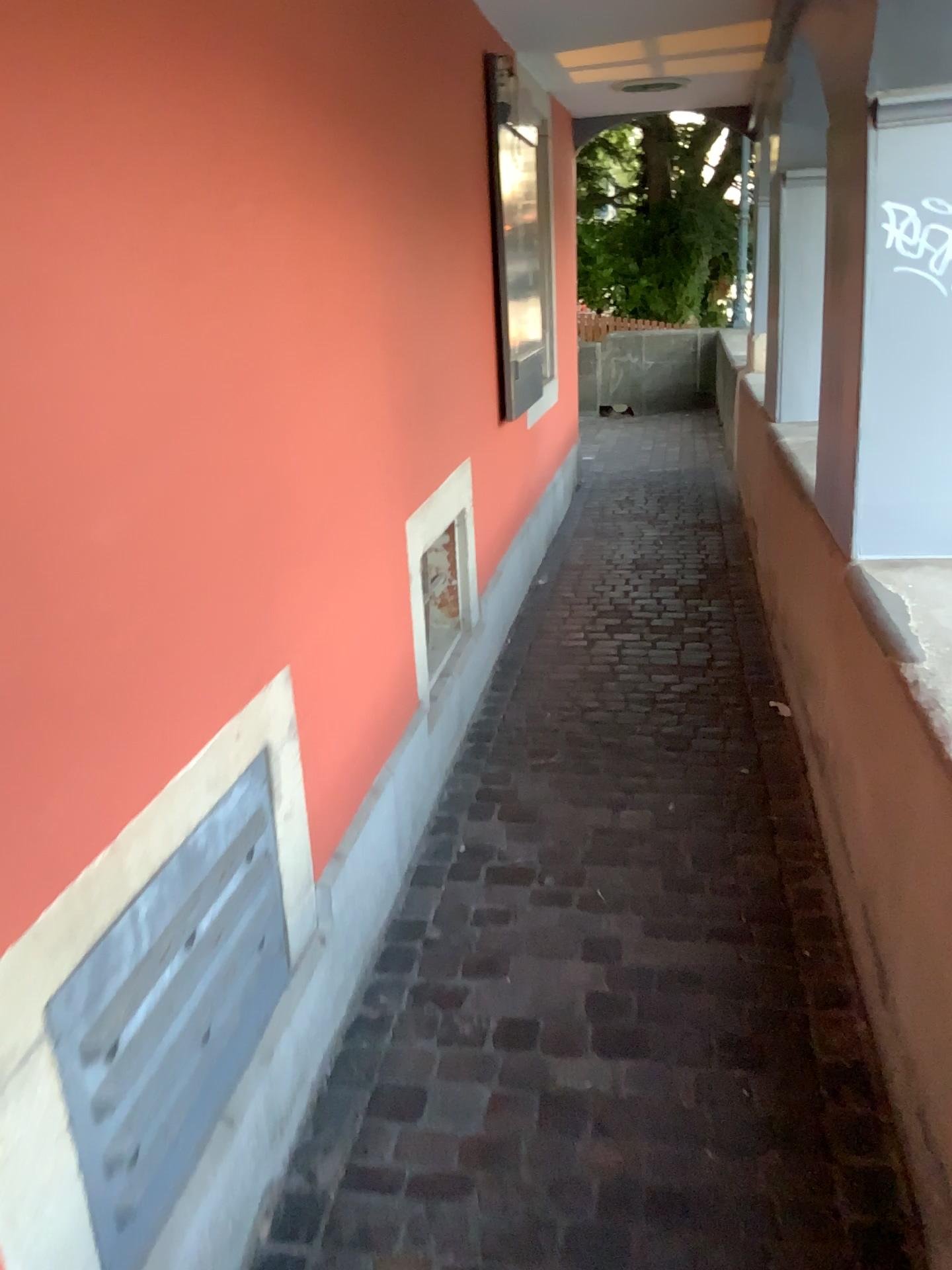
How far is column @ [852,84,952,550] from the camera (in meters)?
2.02

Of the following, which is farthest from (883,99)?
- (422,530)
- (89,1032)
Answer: (89,1032)

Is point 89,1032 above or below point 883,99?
below

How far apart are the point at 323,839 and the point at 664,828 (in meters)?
1.04

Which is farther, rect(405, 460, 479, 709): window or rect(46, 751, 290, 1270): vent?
rect(405, 460, 479, 709): window

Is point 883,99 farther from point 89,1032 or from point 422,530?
point 89,1032

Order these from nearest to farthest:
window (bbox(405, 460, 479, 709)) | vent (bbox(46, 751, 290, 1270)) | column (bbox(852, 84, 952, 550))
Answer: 1. vent (bbox(46, 751, 290, 1270))
2. column (bbox(852, 84, 952, 550))
3. window (bbox(405, 460, 479, 709))

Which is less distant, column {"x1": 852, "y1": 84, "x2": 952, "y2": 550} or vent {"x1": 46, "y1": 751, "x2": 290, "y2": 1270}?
vent {"x1": 46, "y1": 751, "x2": 290, "y2": 1270}

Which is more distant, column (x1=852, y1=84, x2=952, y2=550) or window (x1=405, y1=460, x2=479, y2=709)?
window (x1=405, y1=460, x2=479, y2=709)
